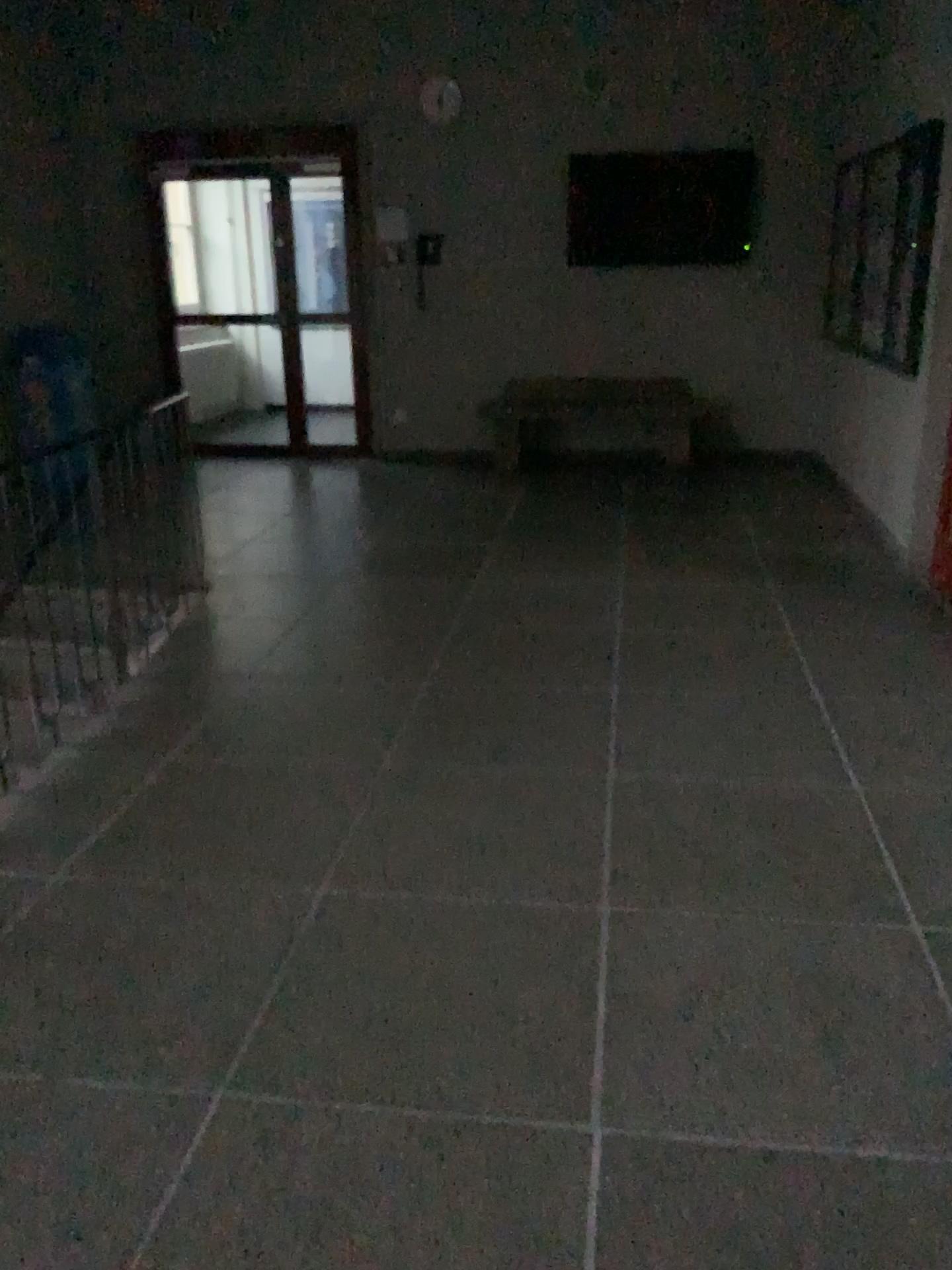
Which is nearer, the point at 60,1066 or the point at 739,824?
the point at 60,1066
